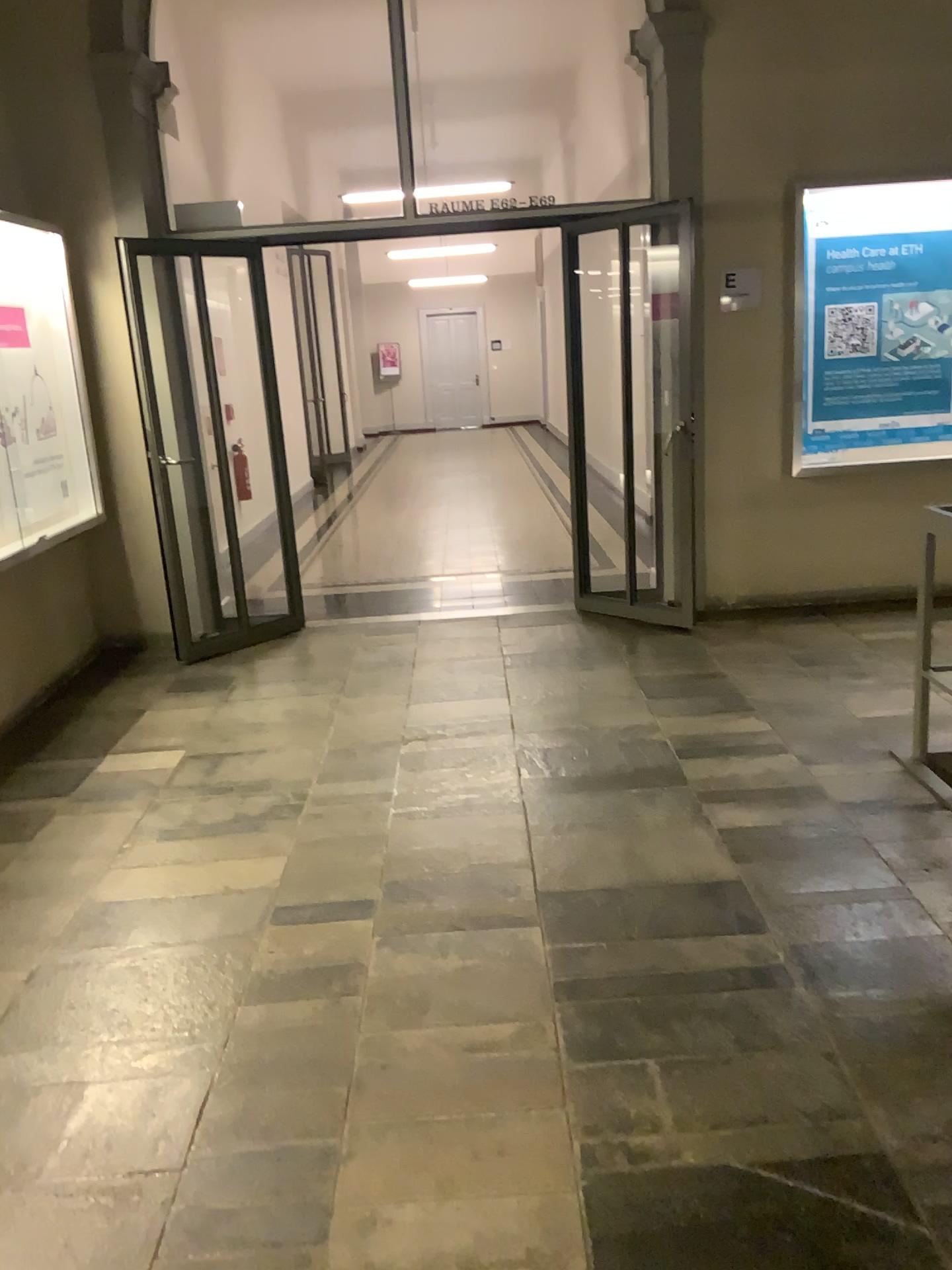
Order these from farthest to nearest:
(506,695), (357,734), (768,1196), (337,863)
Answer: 1. (506,695)
2. (357,734)
3. (337,863)
4. (768,1196)
